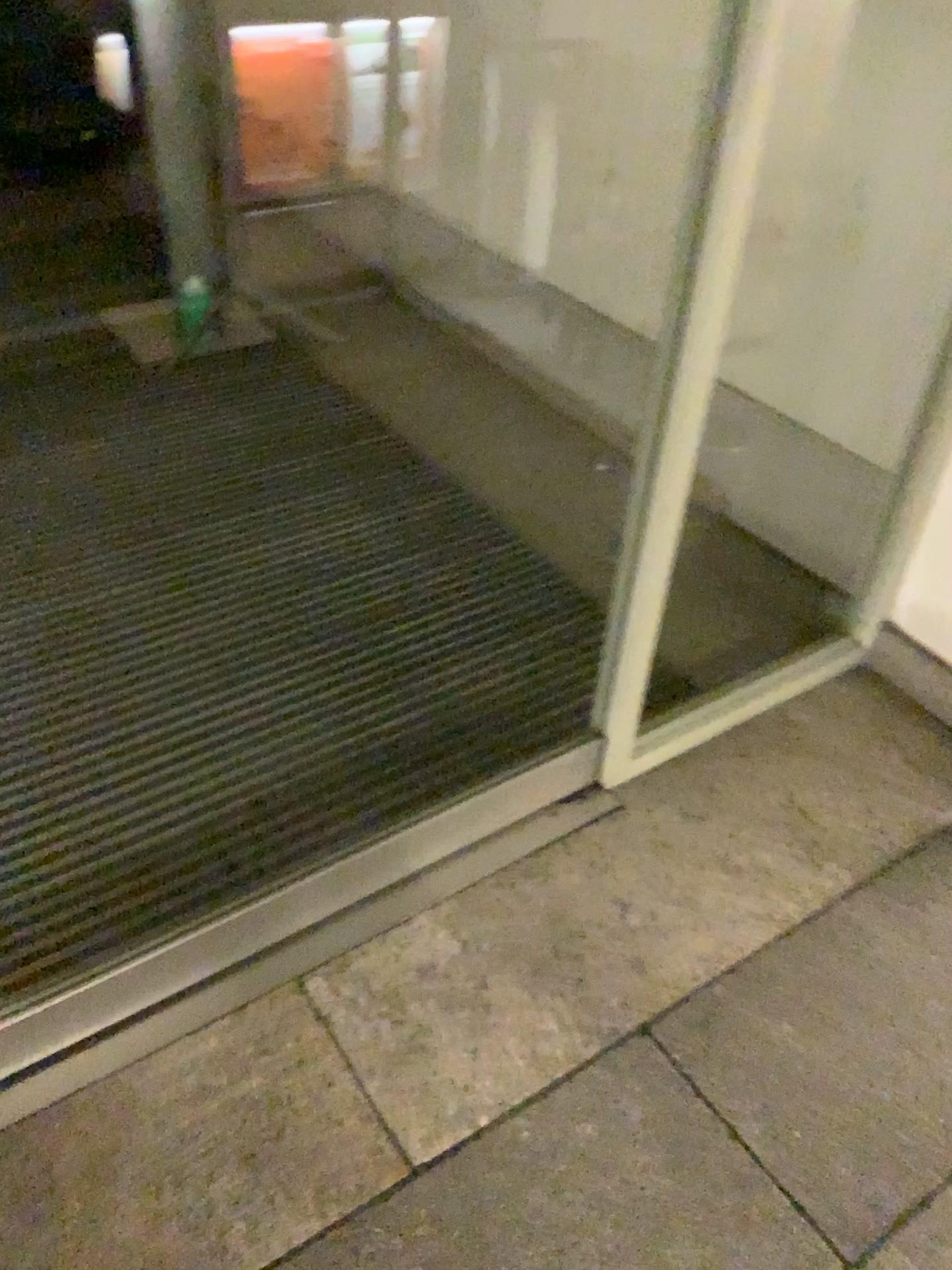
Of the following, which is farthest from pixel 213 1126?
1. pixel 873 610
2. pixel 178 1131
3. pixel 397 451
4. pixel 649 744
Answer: pixel 397 451
